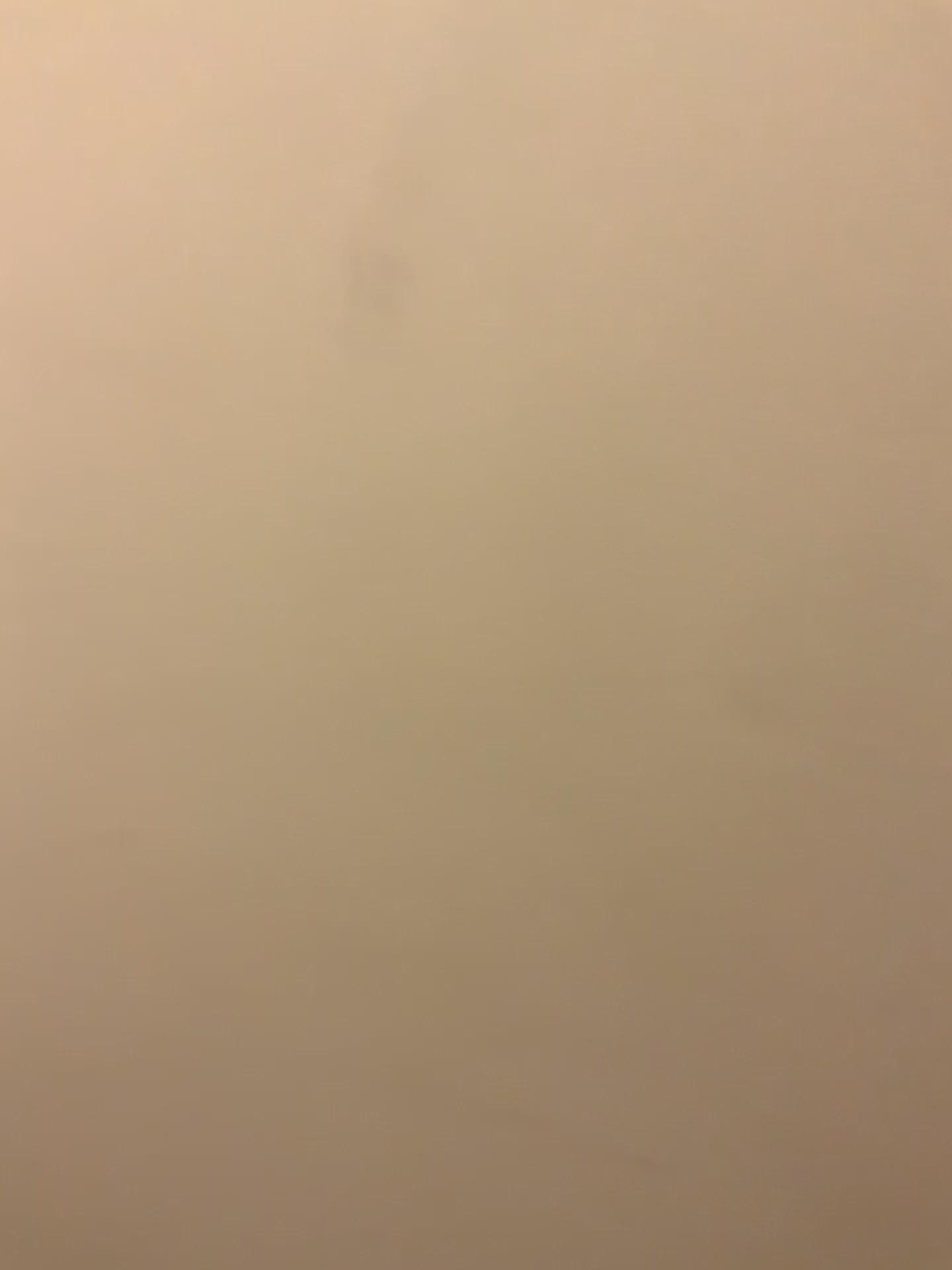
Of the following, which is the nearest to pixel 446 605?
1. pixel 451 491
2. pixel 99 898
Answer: pixel 451 491
